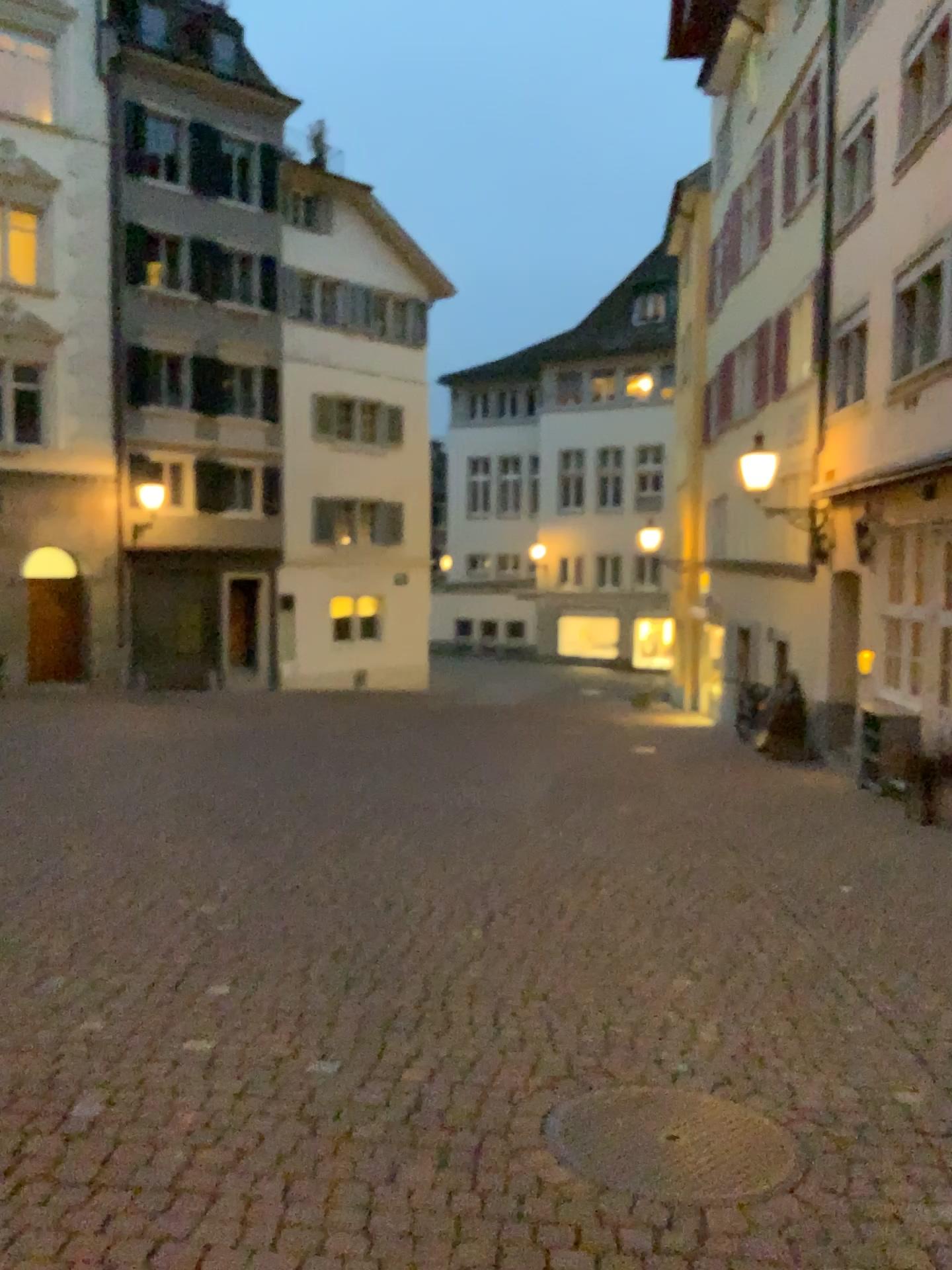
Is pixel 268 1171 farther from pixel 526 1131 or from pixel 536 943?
pixel 536 943
